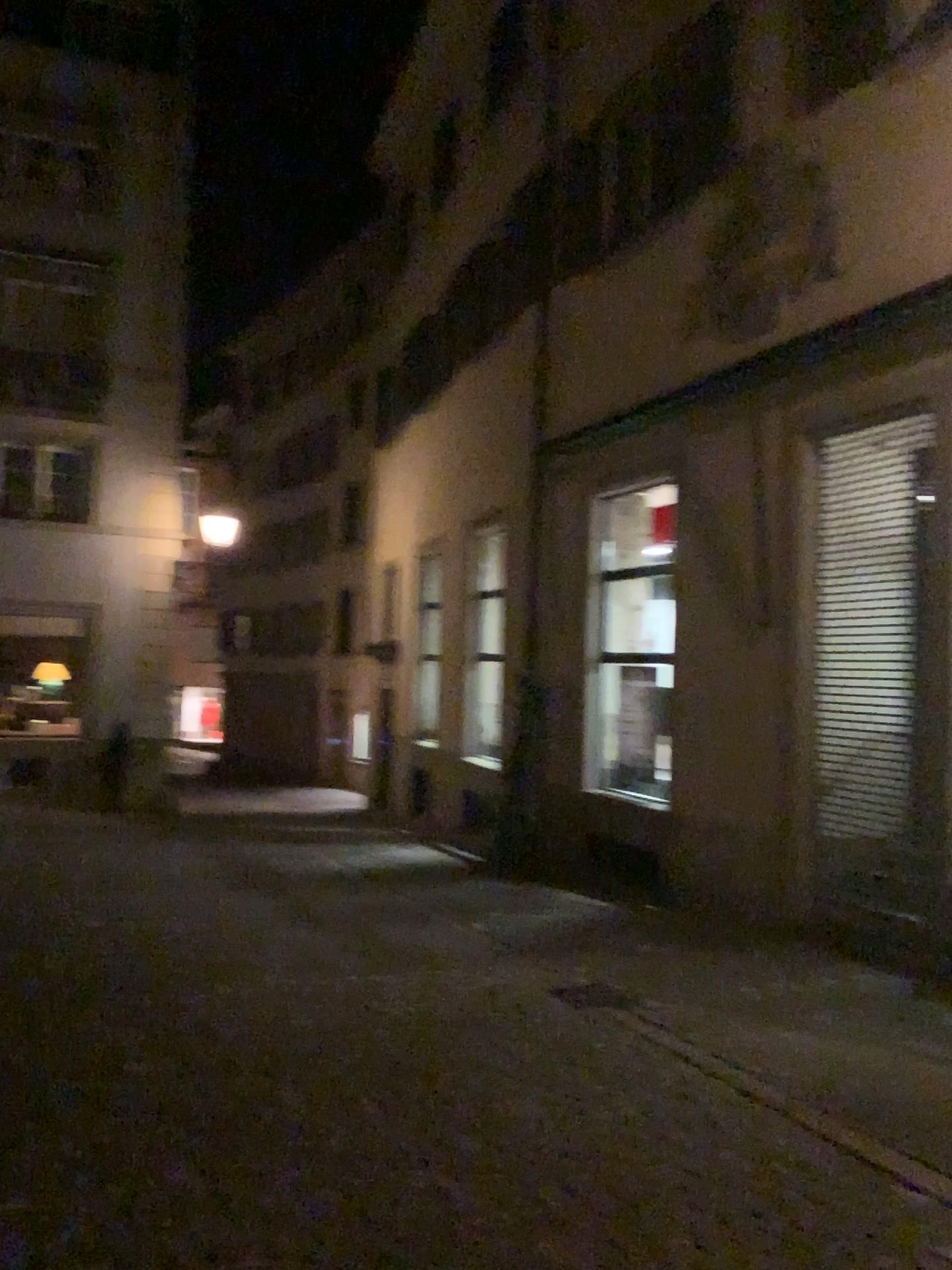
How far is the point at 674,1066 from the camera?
4.9 meters
